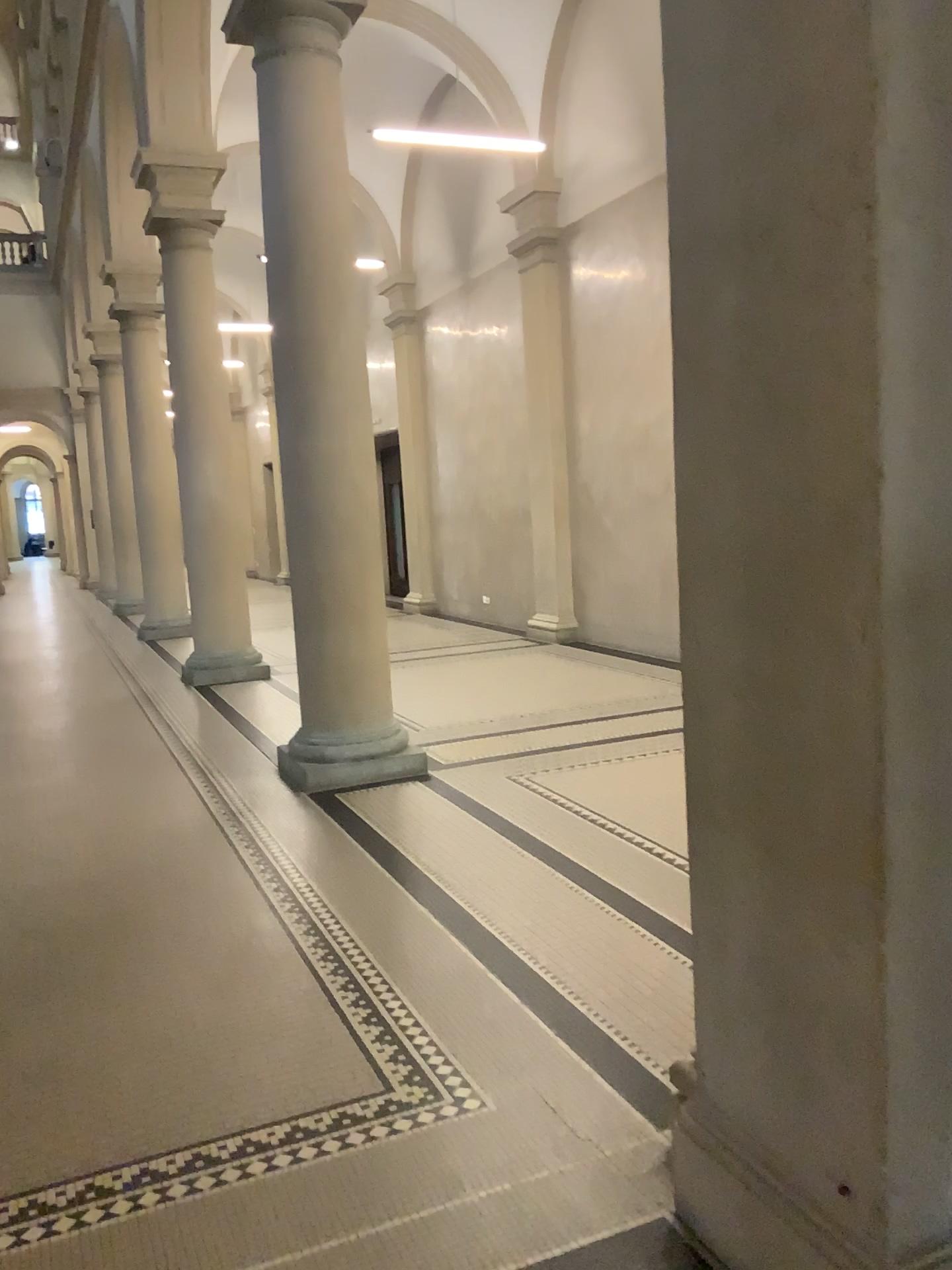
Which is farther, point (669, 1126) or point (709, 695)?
point (669, 1126)
